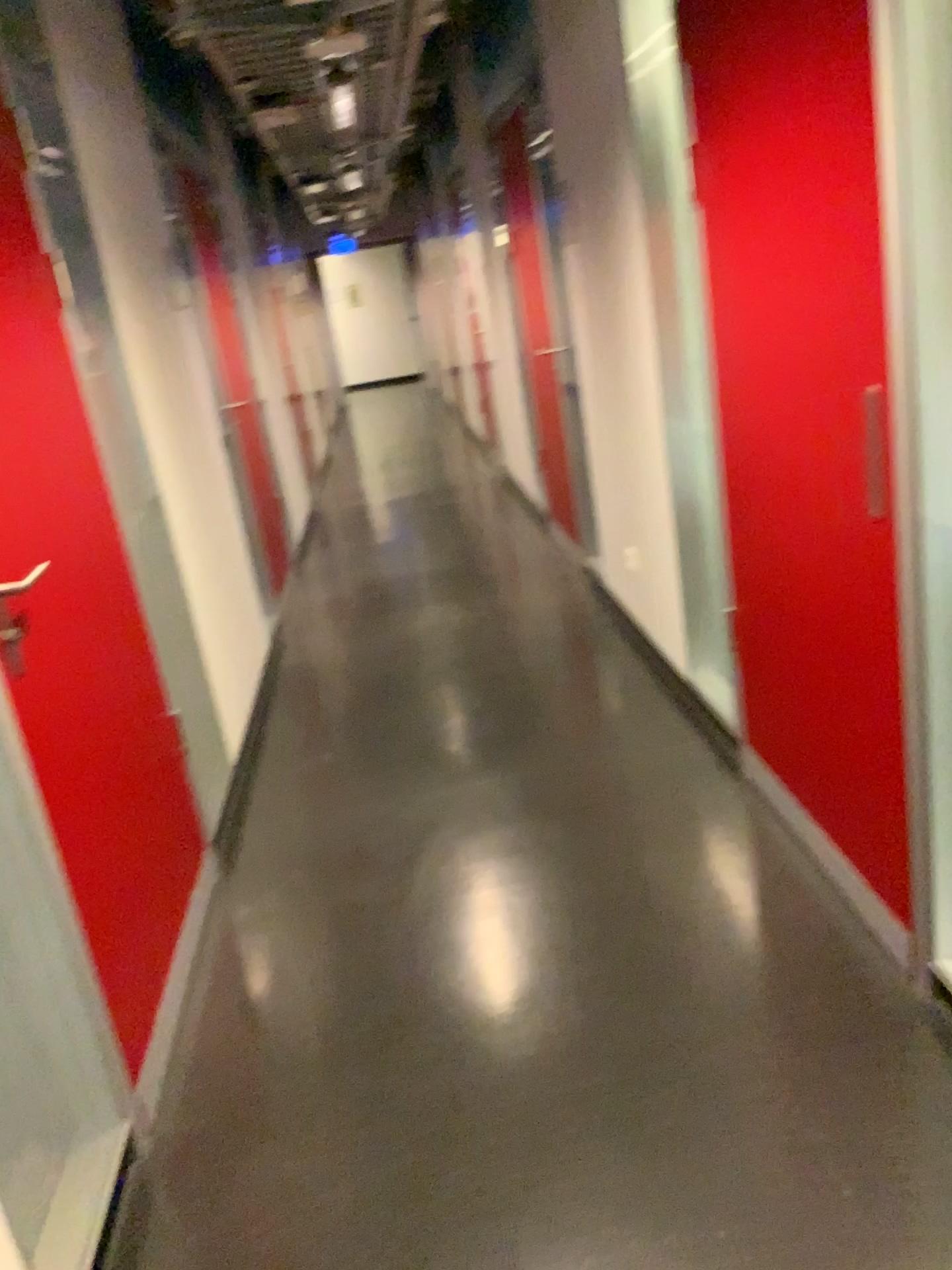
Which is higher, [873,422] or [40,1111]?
[873,422]

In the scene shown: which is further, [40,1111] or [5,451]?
[5,451]

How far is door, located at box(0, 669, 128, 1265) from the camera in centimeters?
160cm

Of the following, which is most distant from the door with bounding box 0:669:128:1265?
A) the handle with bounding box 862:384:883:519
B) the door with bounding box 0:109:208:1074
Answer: the handle with bounding box 862:384:883:519

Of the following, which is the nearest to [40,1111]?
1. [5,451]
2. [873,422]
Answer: [5,451]

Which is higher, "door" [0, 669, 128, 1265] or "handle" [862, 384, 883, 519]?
"handle" [862, 384, 883, 519]

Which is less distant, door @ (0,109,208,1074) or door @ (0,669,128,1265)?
door @ (0,669,128,1265)

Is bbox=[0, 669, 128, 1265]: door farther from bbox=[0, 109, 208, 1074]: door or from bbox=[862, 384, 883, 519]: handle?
bbox=[862, 384, 883, 519]: handle

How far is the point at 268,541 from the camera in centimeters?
568cm
